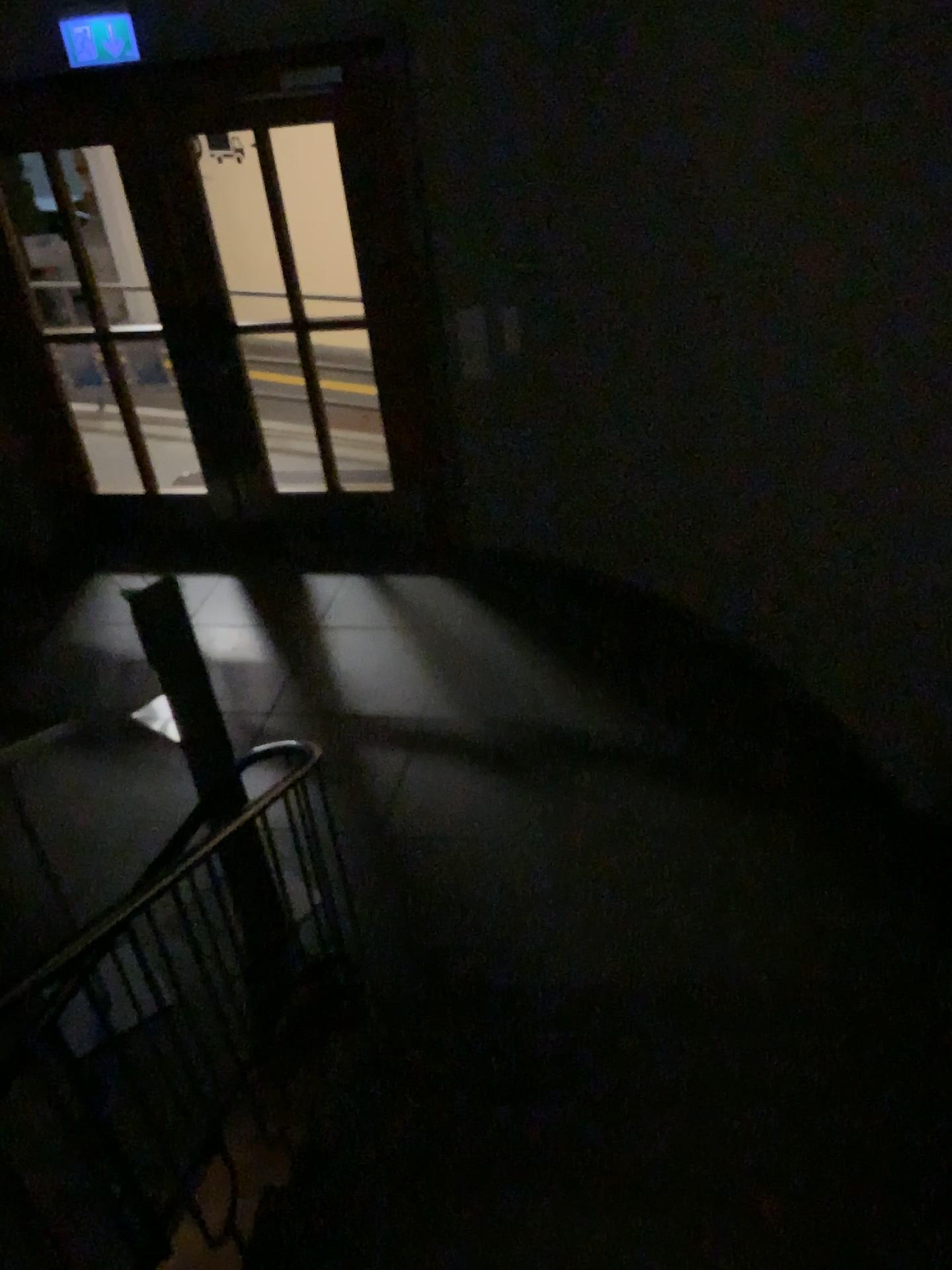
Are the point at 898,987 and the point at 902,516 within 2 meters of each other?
yes
